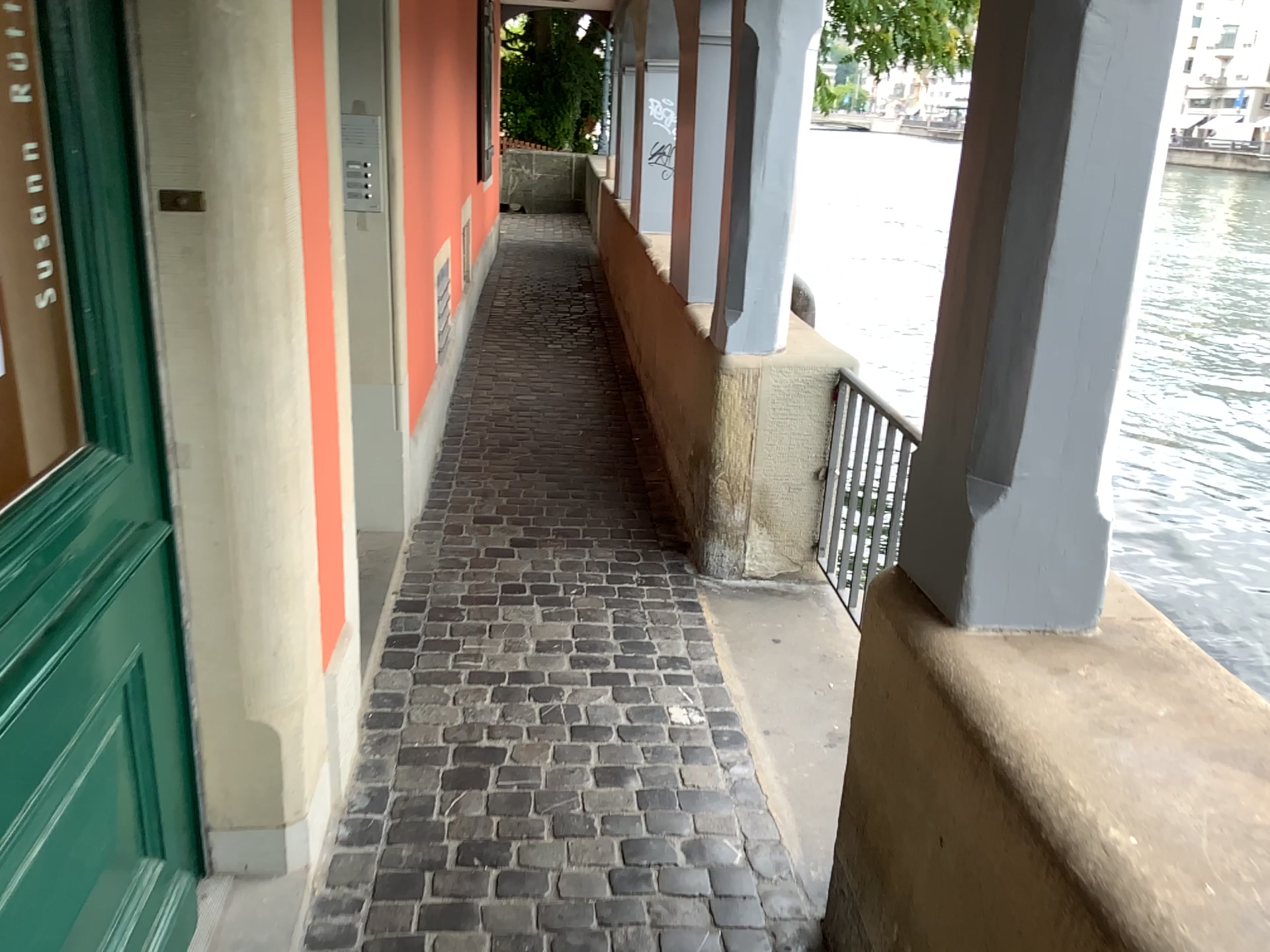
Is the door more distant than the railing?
No

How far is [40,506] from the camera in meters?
1.2

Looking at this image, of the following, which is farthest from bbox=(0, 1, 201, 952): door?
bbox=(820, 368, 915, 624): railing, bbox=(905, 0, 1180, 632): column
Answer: bbox=(820, 368, 915, 624): railing

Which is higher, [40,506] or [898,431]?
[40,506]

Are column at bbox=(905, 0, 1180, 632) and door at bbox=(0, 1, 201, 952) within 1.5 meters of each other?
yes

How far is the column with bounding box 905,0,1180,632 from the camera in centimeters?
134cm

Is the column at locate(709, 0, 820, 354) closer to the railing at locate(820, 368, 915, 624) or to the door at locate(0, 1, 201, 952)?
the railing at locate(820, 368, 915, 624)

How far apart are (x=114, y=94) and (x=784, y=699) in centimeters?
208cm

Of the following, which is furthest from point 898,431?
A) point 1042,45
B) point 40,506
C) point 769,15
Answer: point 40,506

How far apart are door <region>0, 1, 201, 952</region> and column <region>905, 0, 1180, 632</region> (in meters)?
1.18
